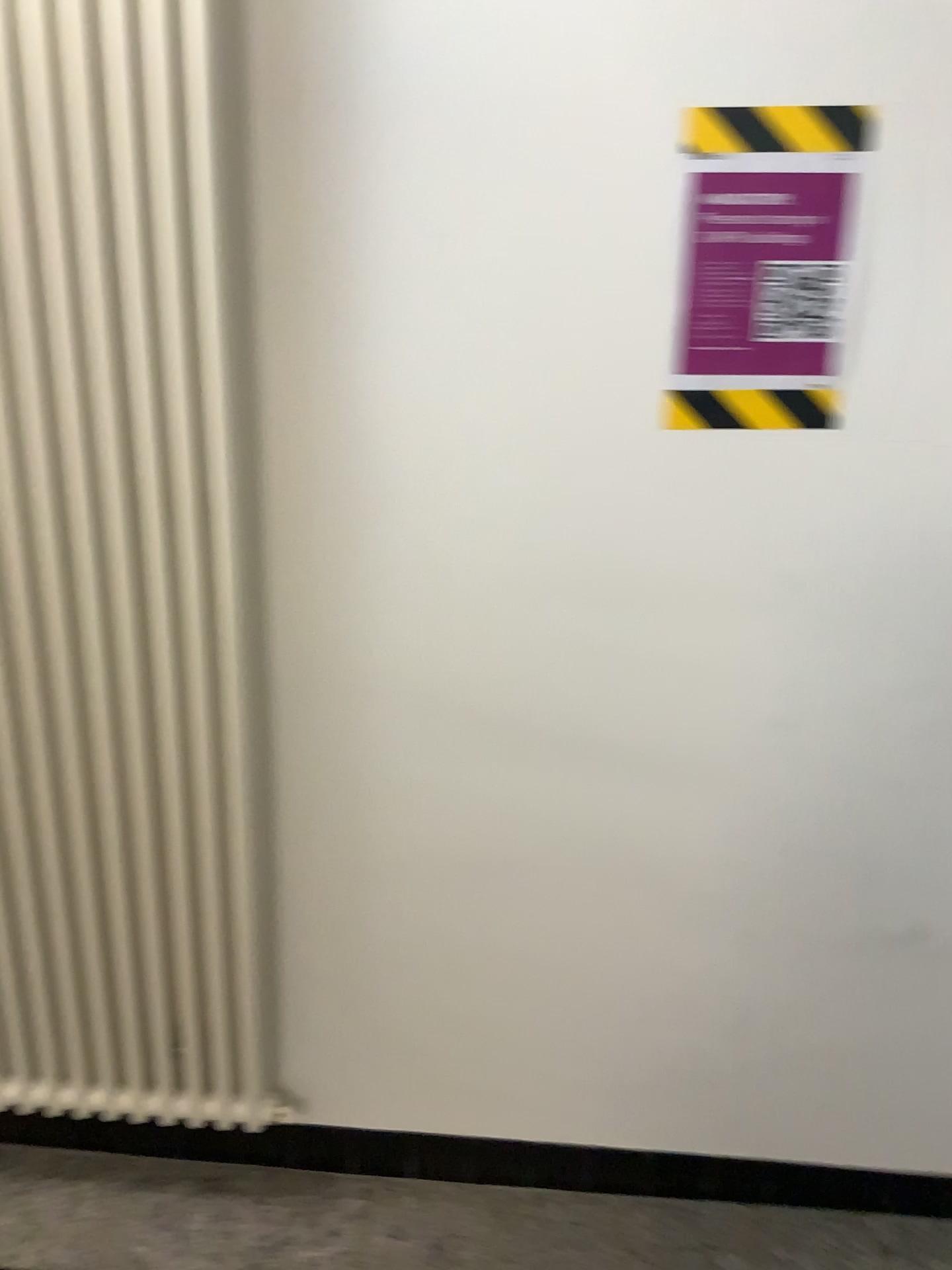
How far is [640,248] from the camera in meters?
1.3 m

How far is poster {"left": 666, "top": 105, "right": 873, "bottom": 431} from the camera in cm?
126

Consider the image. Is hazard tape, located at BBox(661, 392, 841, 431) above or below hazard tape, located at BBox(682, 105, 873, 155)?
below

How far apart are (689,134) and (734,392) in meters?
0.3 m

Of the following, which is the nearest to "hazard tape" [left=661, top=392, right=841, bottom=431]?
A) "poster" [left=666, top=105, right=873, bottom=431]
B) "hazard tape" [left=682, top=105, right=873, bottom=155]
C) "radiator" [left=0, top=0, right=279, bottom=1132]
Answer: "poster" [left=666, top=105, right=873, bottom=431]

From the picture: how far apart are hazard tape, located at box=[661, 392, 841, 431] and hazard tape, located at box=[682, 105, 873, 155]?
0.3m

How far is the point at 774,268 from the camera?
1.3m

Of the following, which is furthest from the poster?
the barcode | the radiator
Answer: the radiator

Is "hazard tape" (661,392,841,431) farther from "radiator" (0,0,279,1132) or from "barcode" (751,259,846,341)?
"radiator" (0,0,279,1132)

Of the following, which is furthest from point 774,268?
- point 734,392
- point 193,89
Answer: point 193,89
